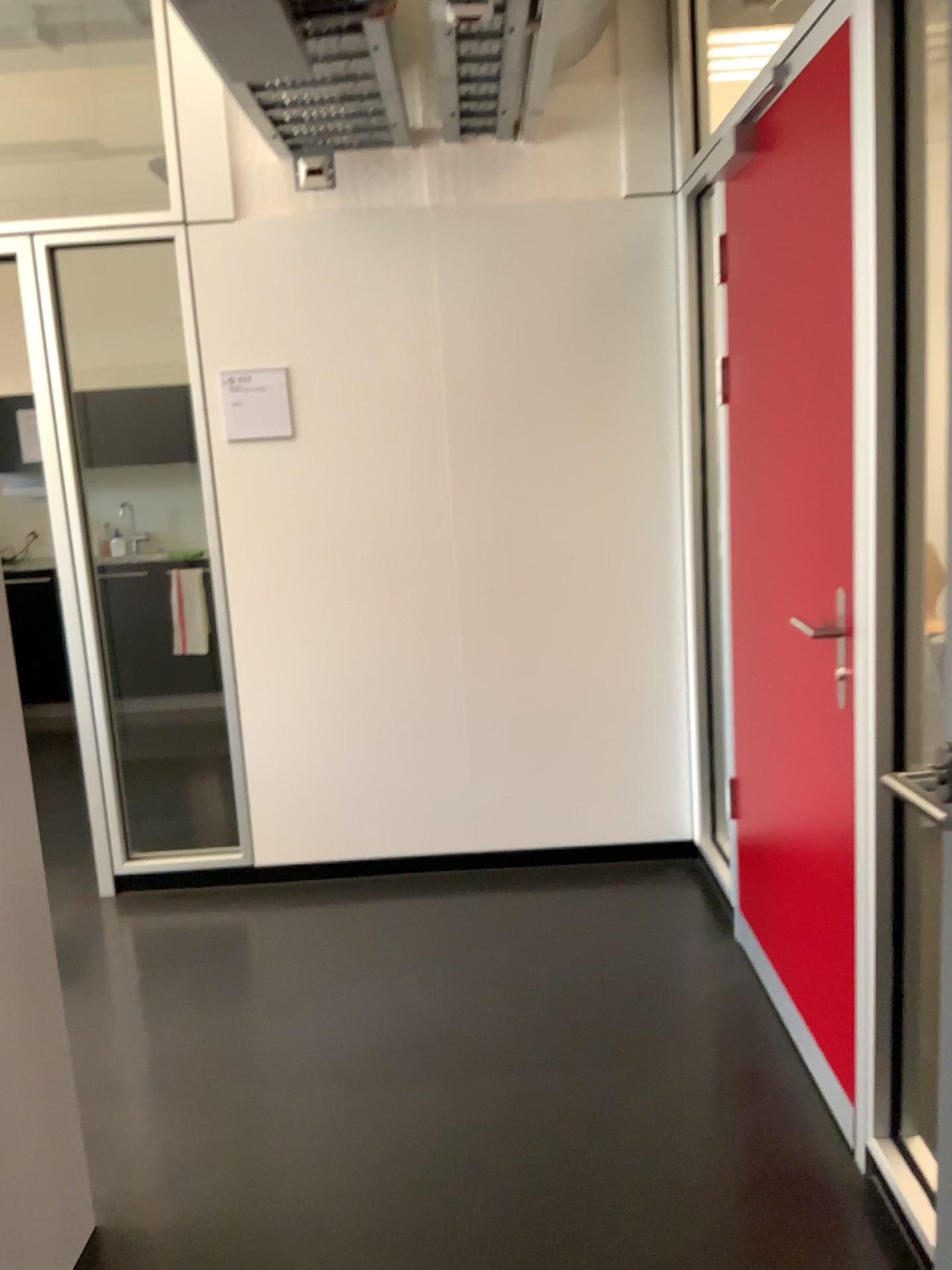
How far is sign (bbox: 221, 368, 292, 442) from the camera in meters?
3.3 m

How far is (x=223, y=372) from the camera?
3.3 meters

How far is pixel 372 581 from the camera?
3.5m

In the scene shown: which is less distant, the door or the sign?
the door

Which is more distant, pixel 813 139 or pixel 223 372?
pixel 223 372
